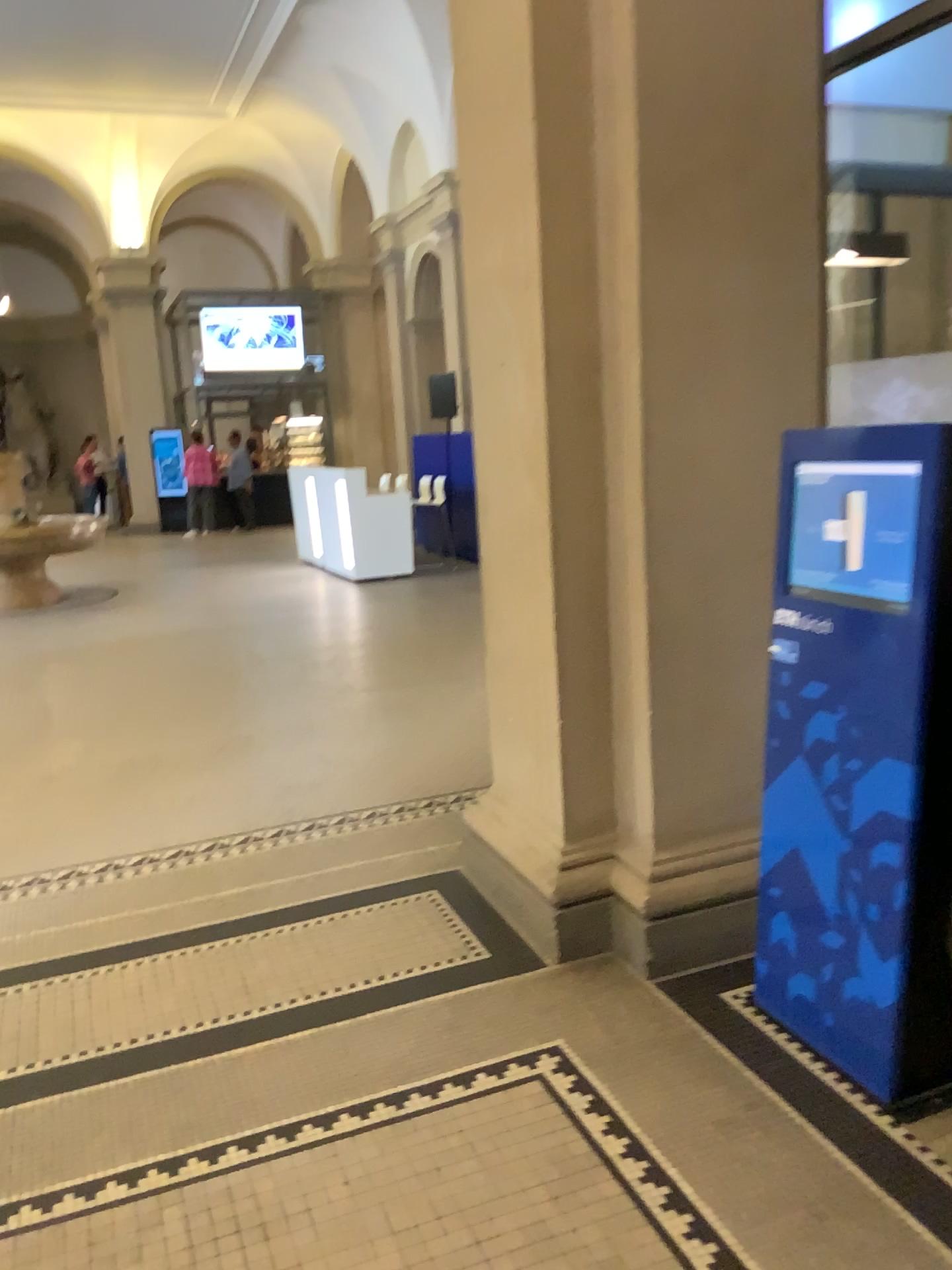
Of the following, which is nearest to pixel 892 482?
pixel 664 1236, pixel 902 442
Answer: pixel 902 442

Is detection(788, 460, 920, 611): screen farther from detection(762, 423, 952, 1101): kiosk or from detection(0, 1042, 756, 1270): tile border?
detection(0, 1042, 756, 1270): tile border

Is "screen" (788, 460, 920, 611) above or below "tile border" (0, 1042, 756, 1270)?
above

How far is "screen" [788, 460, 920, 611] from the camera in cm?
212

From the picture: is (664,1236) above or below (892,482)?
below

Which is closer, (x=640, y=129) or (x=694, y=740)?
(x=640, y=129)

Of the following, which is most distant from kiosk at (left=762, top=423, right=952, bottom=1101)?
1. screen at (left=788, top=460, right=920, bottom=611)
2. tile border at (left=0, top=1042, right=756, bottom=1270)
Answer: tile border at (left=0, top=1042, right=756, bottom=1270)

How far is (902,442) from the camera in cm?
209
